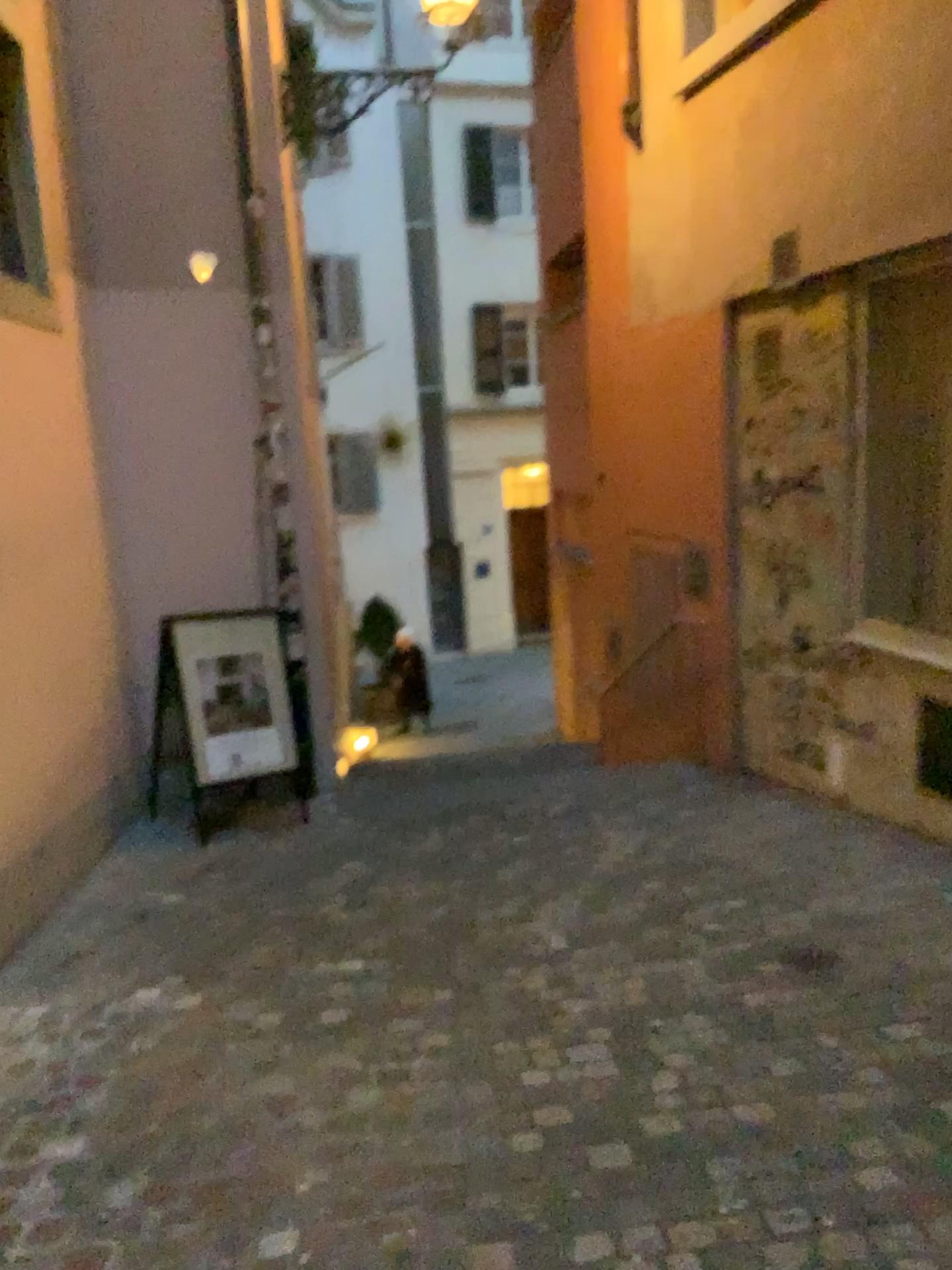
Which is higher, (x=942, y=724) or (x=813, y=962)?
(x=942, y=724)

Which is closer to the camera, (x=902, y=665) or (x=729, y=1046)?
(x=729, y=1046)

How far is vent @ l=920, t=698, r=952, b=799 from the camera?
4.3m

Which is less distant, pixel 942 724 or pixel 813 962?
pixel 813 962

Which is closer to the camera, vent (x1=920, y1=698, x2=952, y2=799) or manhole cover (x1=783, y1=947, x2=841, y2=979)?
manhole cover (x1=783, y1=947, x2=841, y2=979)

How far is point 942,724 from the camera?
4.34m
